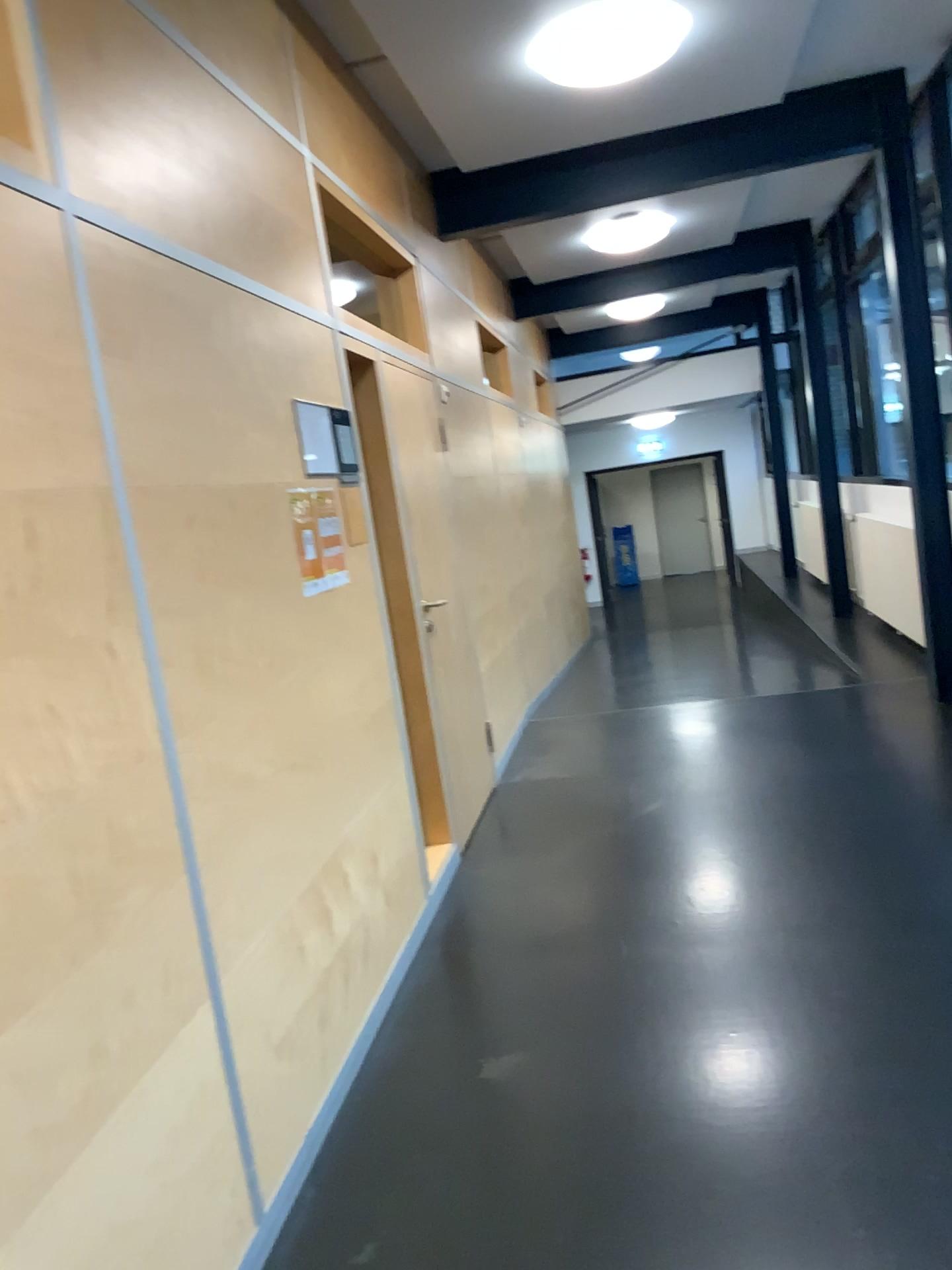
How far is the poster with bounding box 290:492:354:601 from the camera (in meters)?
3.00

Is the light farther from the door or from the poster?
the poster

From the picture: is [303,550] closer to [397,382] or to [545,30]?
[397,382]

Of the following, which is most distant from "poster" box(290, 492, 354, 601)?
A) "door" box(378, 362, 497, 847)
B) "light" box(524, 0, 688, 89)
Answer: "light" box(524, 0, 688, 89)

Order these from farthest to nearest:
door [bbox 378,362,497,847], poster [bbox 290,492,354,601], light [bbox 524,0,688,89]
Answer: door [bbox 378,362,497,847] < light [bbox 524,0,688,89] < poster [bbox 290,492,354,601]

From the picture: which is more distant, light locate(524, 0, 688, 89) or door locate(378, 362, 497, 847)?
door locate(378, 362, 497, 847)

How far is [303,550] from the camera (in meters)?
3.00

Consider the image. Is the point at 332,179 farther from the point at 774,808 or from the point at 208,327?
the point at 774,808

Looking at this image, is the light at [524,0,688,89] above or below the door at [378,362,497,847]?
above

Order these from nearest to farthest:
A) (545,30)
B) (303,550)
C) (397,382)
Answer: (303,550) → (545,30) → (397,382)
